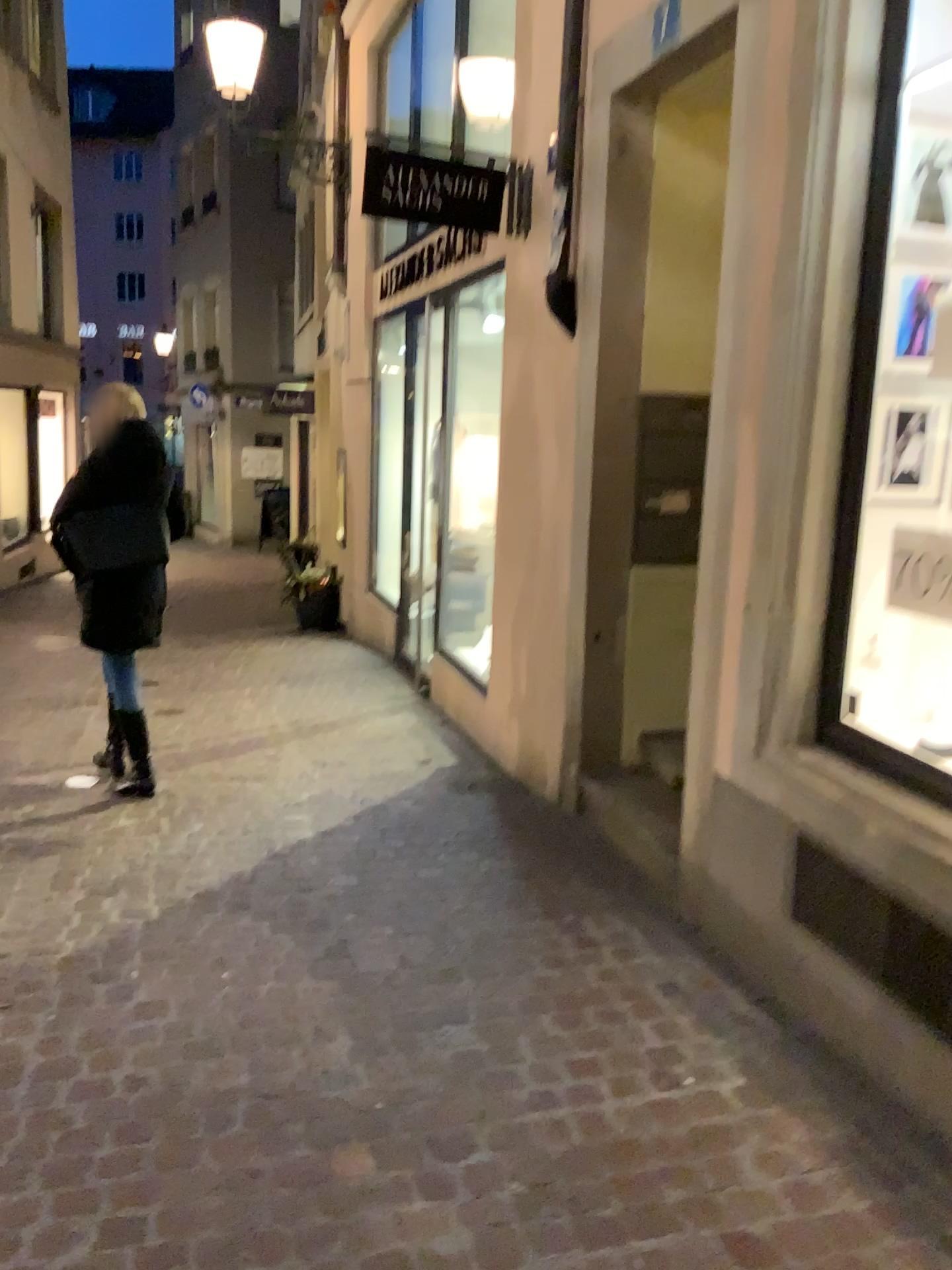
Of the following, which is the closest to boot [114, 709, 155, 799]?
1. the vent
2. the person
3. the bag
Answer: the person

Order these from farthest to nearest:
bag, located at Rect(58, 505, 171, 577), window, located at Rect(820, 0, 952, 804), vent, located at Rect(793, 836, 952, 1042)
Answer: bag, located at Rect(58, 505, 171, 577)
window, located at Rect(820, 0, 952, 804)
vent, located at Rect(793, 836, 952, 1042)

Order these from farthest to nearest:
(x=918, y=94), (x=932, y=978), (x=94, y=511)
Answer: (x=94, y=511)
(x=918, y=94)
(x=932, y=978)

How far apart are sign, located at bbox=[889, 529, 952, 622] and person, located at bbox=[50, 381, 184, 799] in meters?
2.9

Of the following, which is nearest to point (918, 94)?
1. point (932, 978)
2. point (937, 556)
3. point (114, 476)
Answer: point (937, 556)

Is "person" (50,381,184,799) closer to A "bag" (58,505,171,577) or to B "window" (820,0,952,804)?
A "bag" (58,505,171,577)

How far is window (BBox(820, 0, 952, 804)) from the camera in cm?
262

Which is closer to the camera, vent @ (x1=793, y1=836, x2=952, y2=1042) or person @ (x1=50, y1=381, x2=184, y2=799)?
vent @ (x1=793, y1=836, x2=952, y2=1042)

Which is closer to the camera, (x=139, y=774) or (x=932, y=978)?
(x=932, y=978)

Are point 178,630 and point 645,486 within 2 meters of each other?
no
